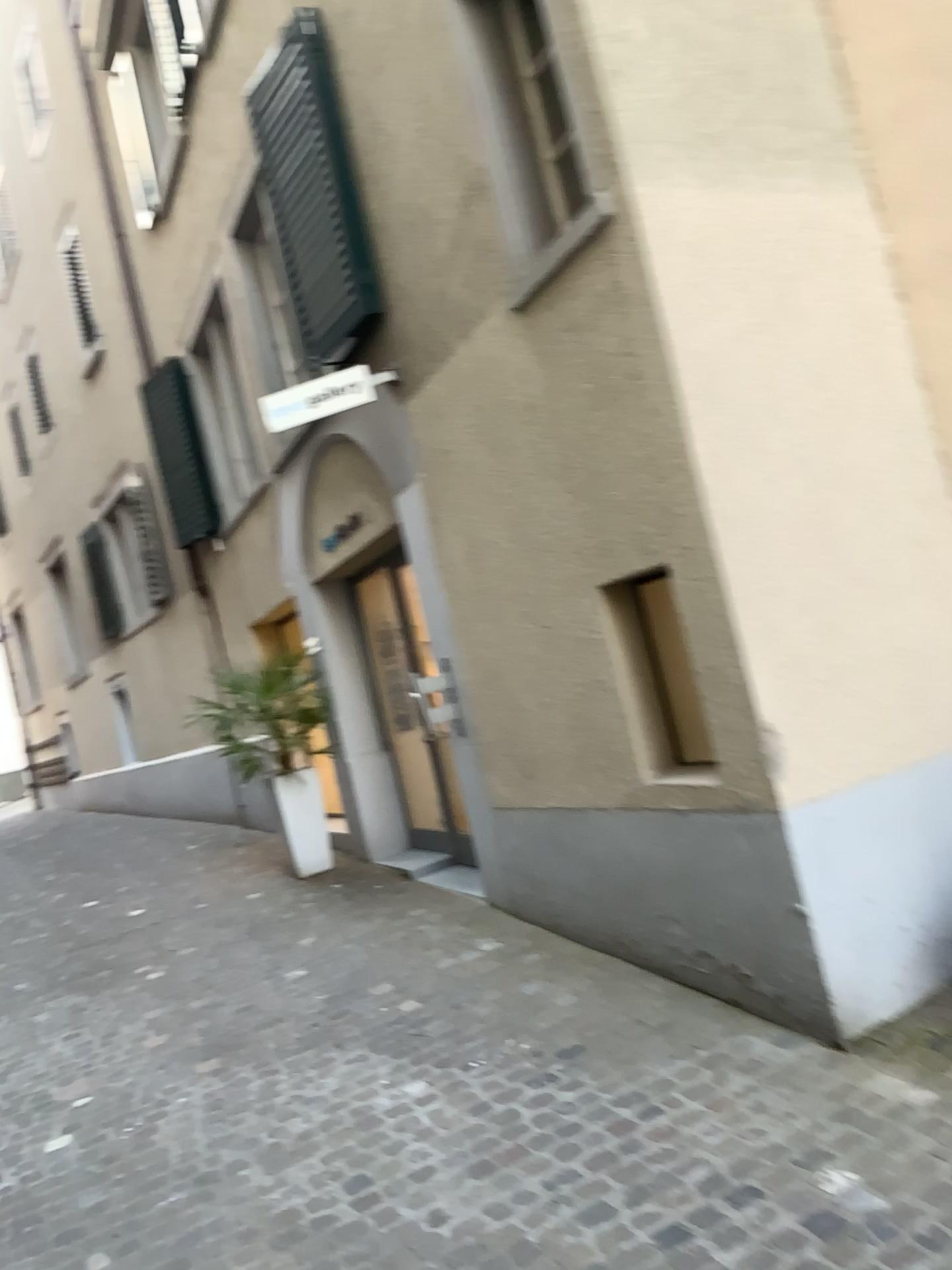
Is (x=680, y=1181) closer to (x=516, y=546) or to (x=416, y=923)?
(x=516, y=546)

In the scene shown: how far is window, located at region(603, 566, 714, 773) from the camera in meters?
3.9 m

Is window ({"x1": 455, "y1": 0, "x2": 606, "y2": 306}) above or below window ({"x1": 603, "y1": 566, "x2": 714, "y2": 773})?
above

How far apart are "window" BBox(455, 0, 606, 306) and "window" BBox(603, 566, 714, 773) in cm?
116

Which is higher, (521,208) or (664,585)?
(521,208)

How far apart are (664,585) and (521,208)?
1.5 meters

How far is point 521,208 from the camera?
3.98m

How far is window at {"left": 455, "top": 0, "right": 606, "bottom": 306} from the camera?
4.0m
